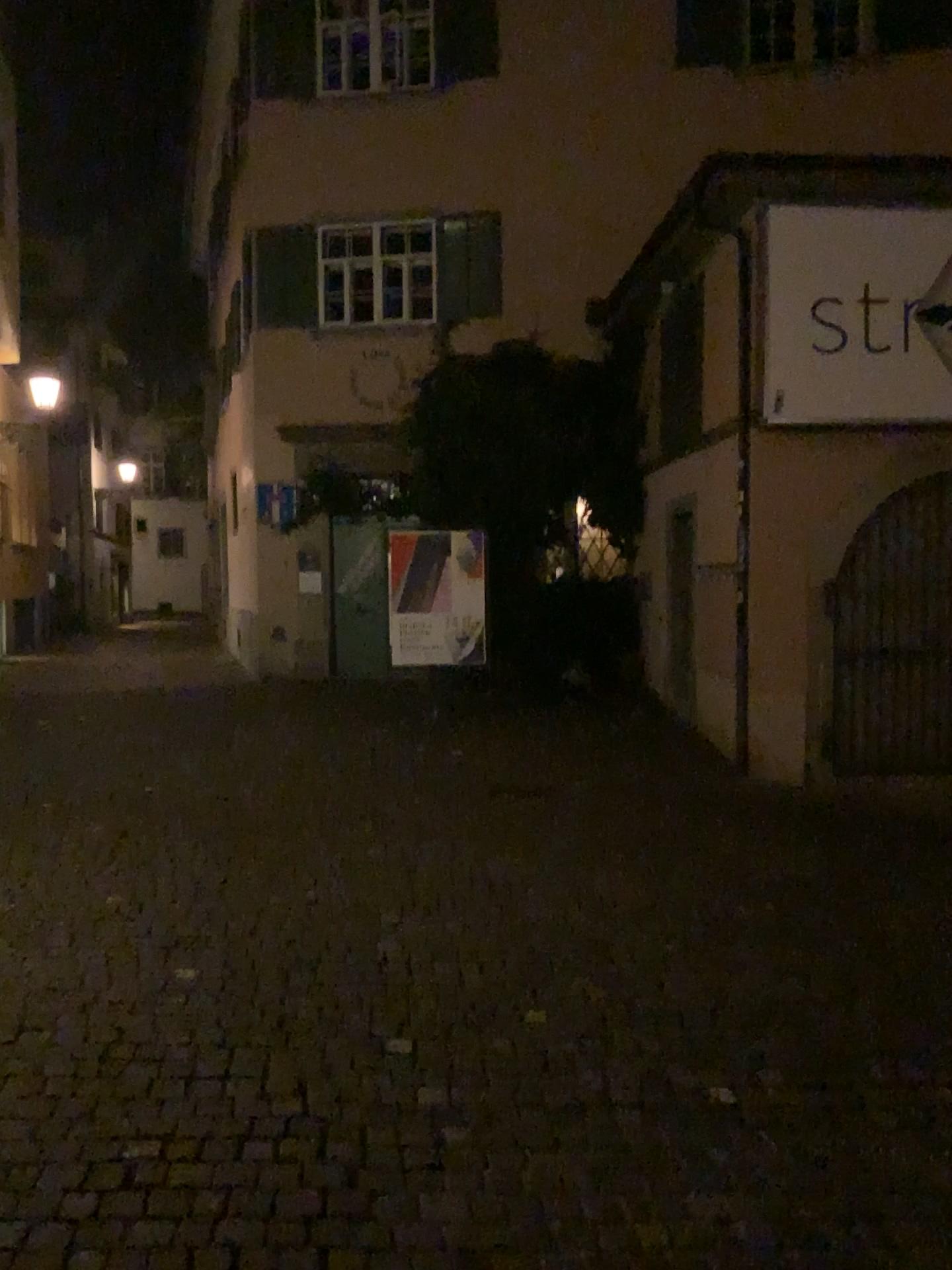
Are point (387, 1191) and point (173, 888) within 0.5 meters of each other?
no
